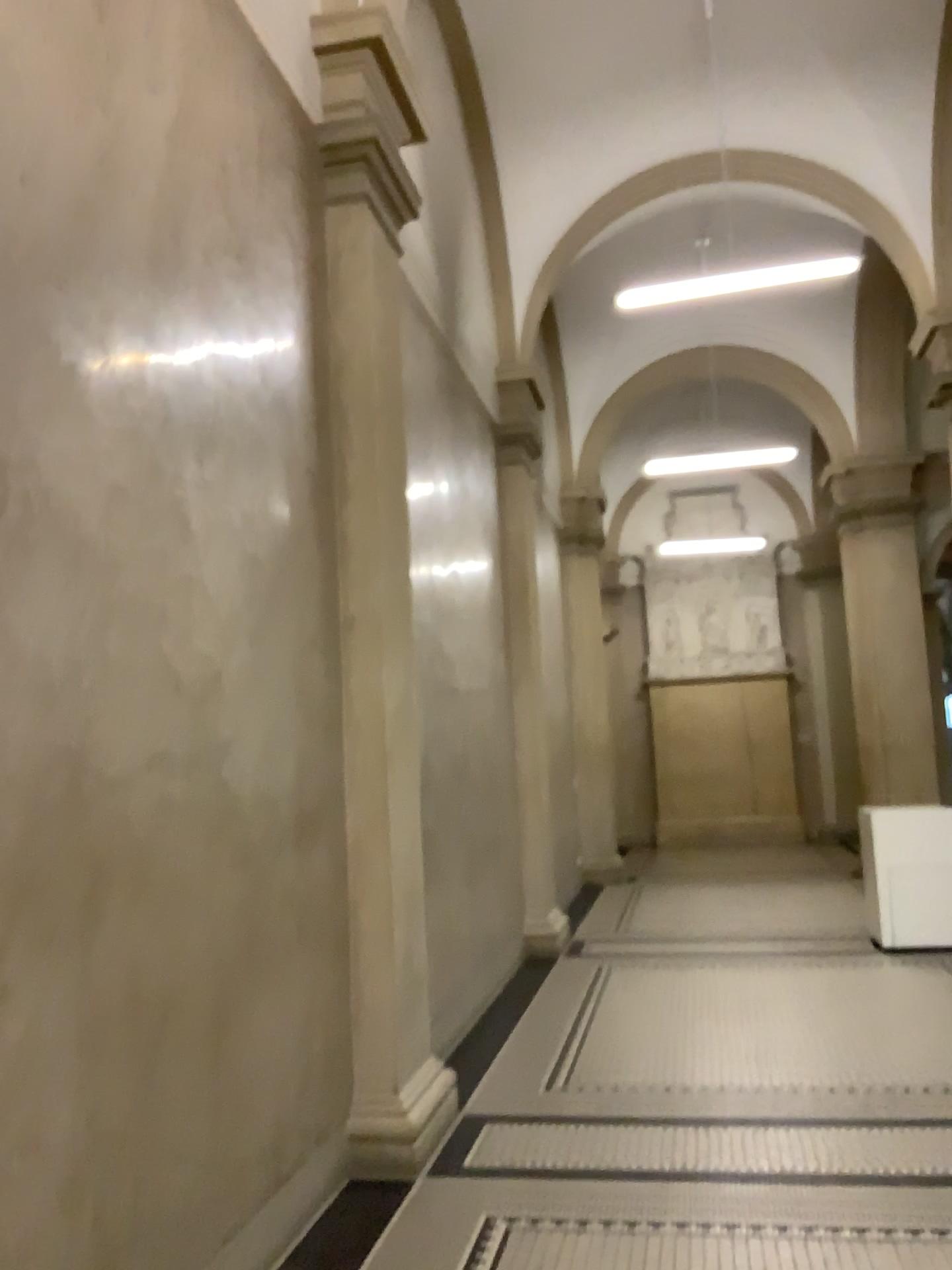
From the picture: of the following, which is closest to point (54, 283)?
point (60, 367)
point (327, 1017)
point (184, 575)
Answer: point (60, 367)

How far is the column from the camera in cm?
429

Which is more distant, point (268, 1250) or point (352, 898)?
point (352, 898)

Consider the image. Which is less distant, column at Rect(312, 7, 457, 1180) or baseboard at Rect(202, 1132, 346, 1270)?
baseboard at Rect(202, 1132, 346, 1270)

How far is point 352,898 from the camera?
4.3 meters

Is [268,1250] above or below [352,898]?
below
